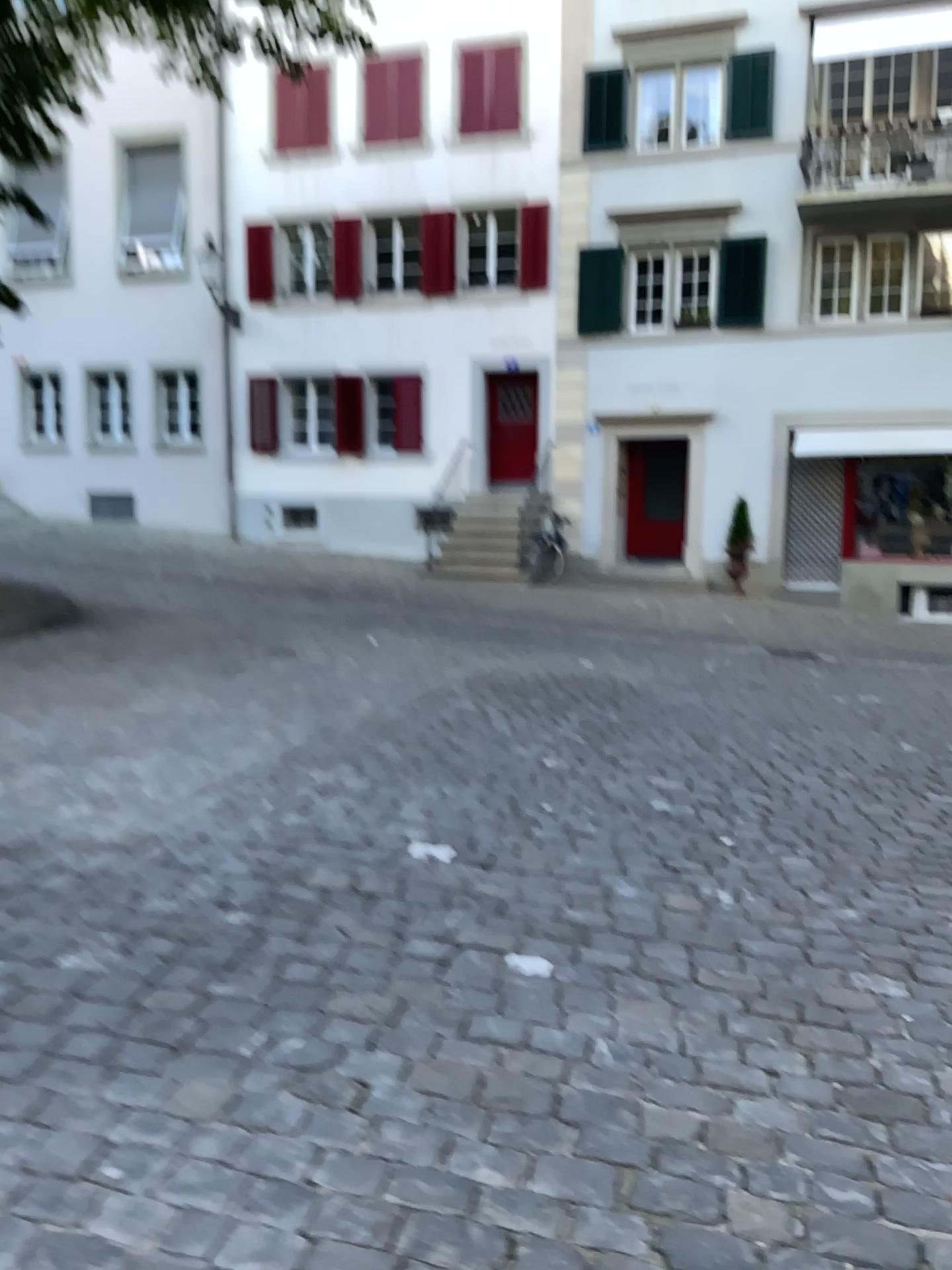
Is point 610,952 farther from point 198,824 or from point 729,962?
point 198,824
